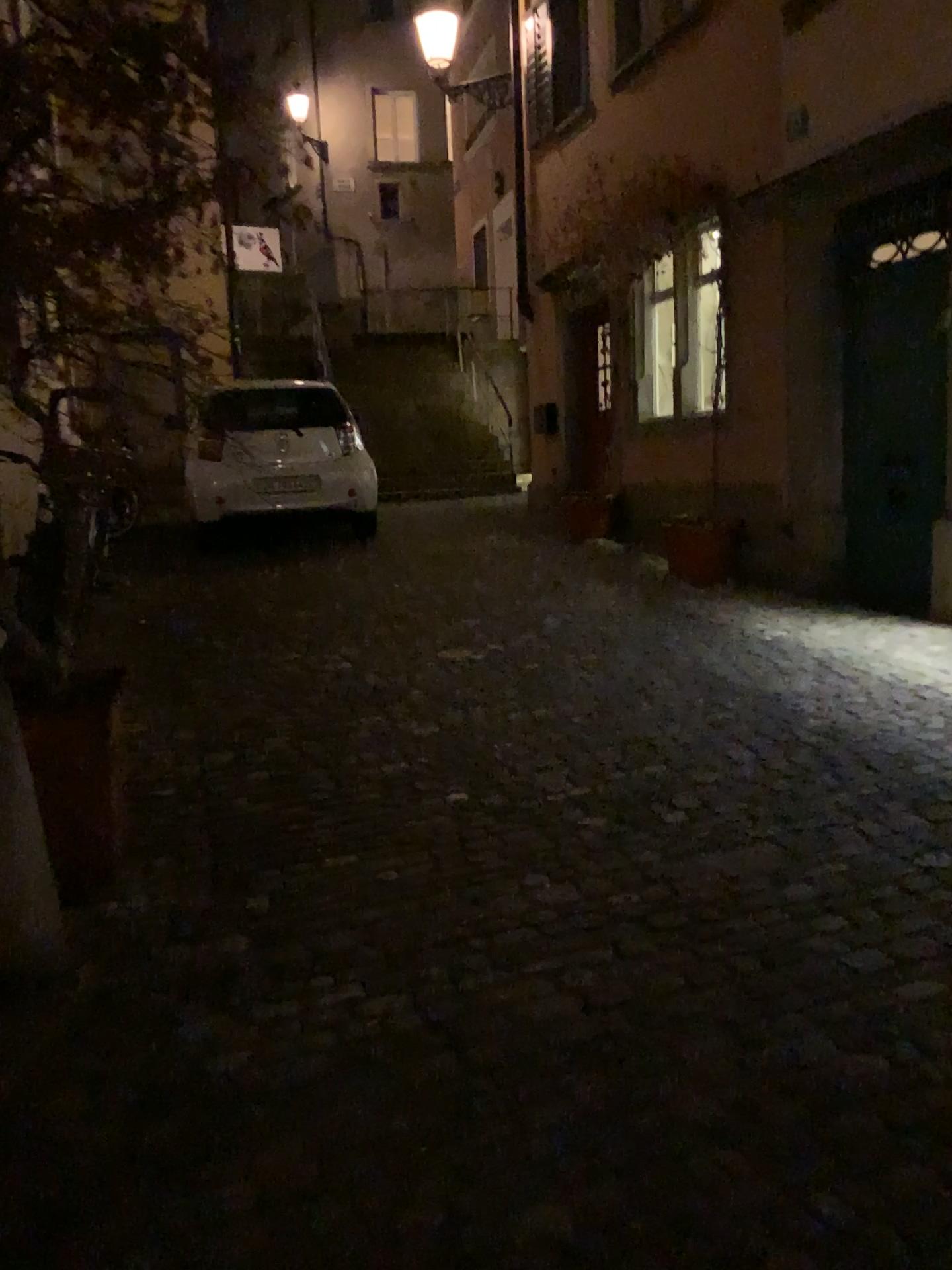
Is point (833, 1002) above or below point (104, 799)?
below

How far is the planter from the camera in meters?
2.8 m

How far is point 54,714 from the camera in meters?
2.8 m
